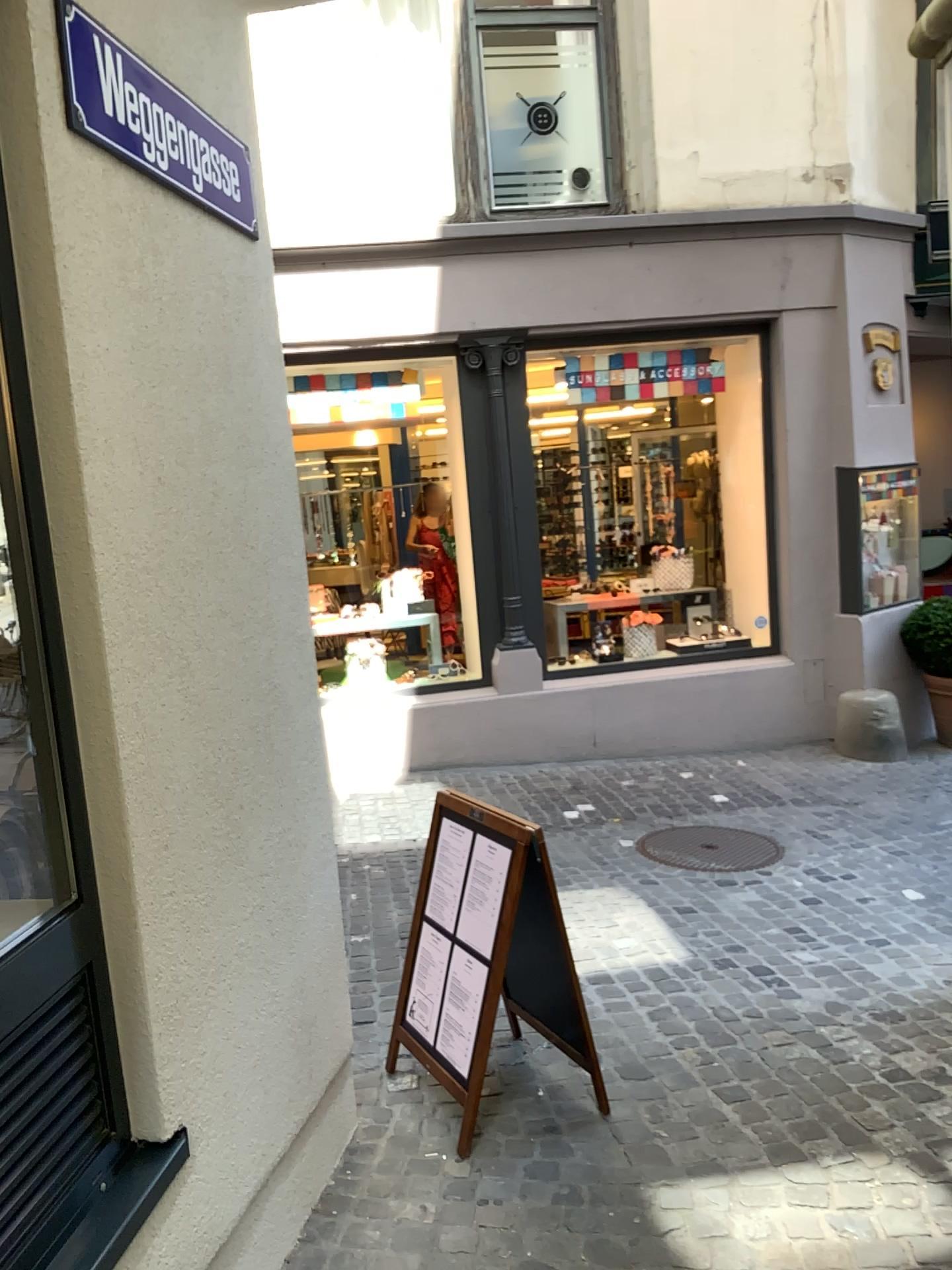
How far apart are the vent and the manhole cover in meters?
3.6

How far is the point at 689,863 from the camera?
5.0 meters

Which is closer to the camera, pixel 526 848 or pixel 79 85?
pixel 79 85

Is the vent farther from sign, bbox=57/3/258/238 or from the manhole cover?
the manhole cover

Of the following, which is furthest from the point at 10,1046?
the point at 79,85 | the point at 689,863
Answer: the point at 689,863

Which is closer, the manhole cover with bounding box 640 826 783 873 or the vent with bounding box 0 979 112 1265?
the vent with bounding box 0 979 112 1265

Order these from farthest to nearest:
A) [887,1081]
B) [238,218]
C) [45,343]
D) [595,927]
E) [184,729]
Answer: [595,927] → [887,1081] → [238,218] → [184,729] → [45,343]

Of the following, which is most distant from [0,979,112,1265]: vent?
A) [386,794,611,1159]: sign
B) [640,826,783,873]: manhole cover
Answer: [640,826,783,873]: manhole cover

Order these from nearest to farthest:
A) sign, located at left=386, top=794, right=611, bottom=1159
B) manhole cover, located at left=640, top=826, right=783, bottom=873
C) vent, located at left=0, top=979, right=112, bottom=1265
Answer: vent, located at left=0, top=979, right=112, bottom=1265, sign, located at left=386, top=794, right=611, bottom=1159, manhole cover, located at left=640, top=826, right=783, bottom=873

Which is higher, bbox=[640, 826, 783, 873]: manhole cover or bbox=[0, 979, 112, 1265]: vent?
bbox=[0, 979, 112, 1265]: vent
